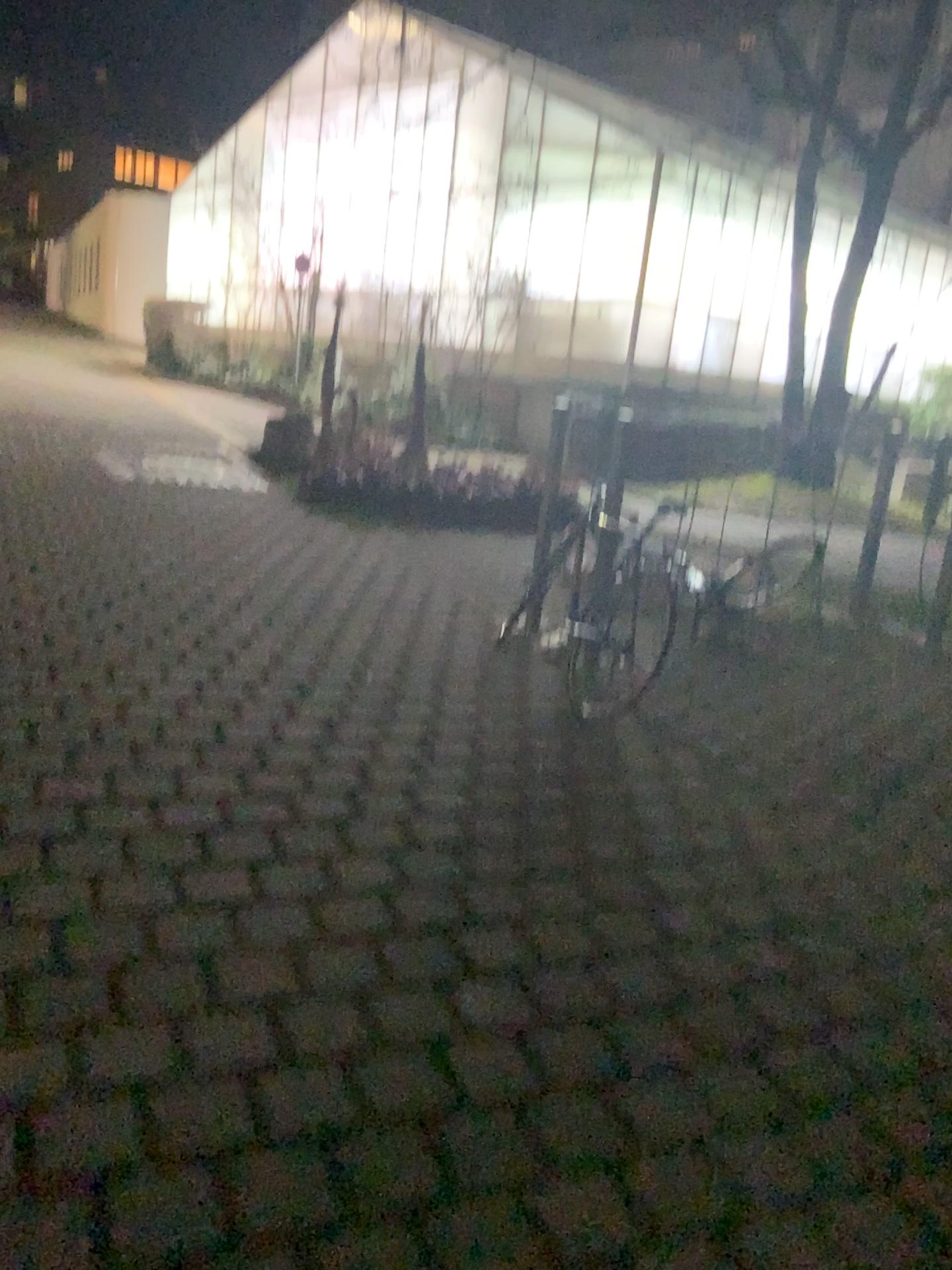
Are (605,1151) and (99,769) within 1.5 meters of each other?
no
